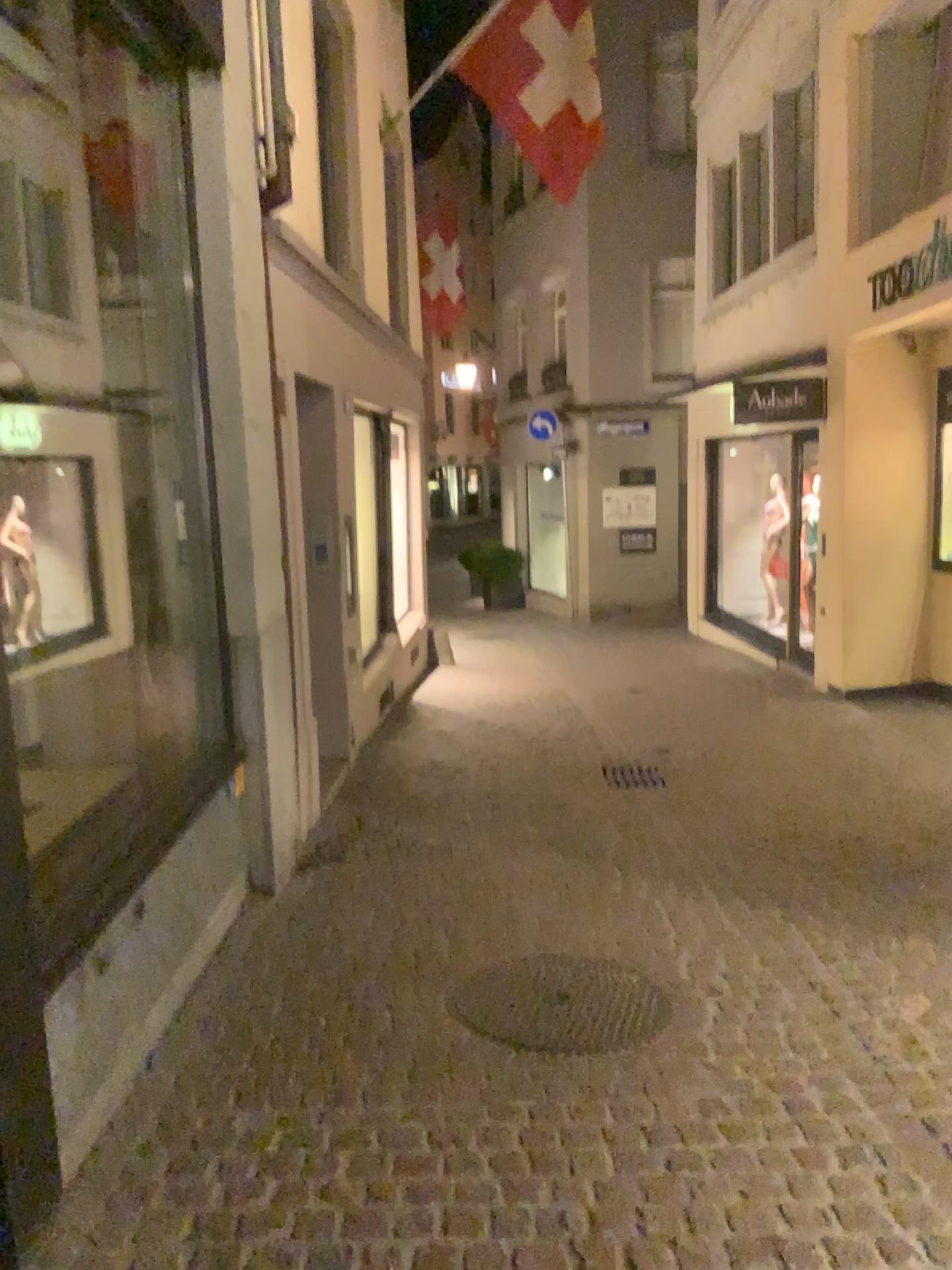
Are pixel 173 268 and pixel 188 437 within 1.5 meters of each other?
yes
